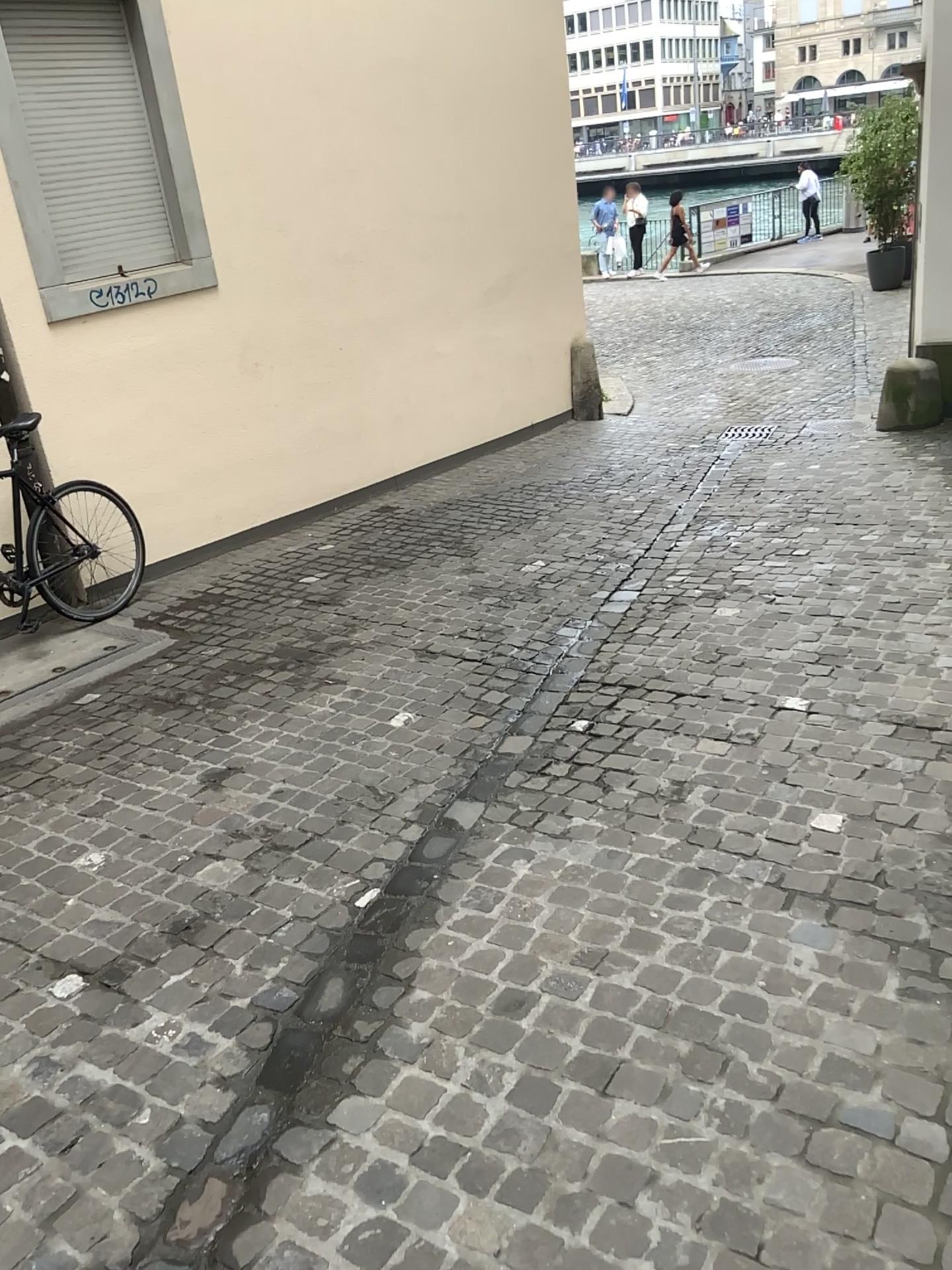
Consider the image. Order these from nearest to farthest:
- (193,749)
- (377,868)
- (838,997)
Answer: (838,997) → (377,868) → (193,749)
